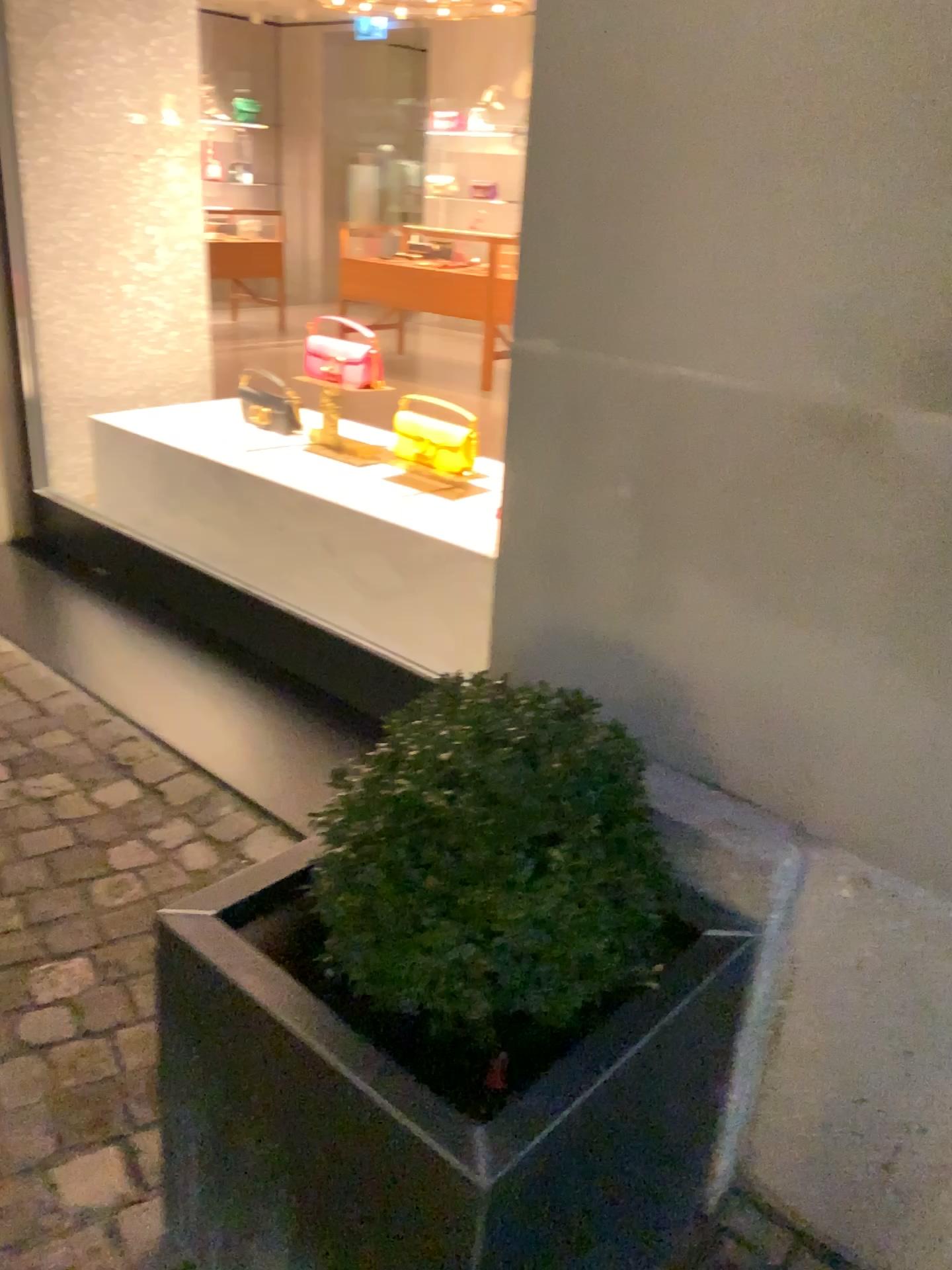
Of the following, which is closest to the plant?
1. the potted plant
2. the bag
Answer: the potted plant

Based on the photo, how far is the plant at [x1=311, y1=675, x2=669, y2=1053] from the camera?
1.08m

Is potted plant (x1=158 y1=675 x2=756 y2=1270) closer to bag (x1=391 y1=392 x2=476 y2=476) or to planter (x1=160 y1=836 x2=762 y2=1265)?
planter (x1=160 y1=836 x2=762 y2=1265)

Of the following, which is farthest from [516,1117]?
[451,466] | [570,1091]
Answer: [451,466]

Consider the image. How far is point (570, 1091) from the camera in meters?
1.0

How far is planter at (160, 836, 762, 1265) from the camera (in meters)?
0.97

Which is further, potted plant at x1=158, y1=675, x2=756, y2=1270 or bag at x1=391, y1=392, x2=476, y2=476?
bag at x1=391, y1=392, x2=476, y2=476

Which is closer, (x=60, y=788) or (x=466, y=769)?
(x=466, y=769)

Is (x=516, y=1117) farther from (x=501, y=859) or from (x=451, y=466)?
(x=451, y=466)
